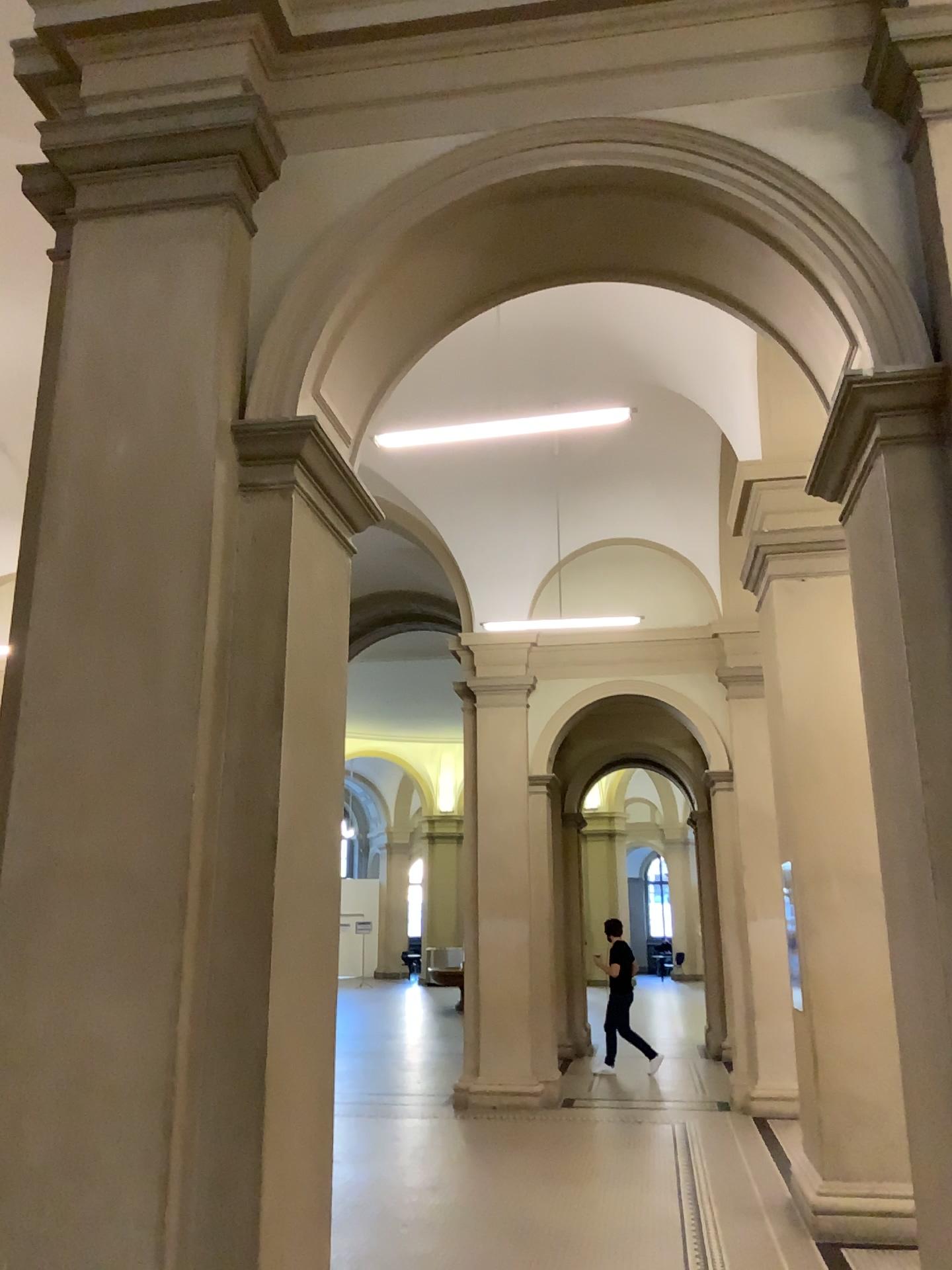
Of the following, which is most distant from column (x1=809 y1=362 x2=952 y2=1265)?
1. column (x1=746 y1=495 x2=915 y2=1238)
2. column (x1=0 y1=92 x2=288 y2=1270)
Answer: column (x1=0 y1=92 x2=288 y2=1270)

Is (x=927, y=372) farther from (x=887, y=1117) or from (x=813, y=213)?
(x=887, y=1117)

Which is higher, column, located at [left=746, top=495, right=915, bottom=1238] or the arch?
the arch

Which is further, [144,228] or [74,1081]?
[144,228]

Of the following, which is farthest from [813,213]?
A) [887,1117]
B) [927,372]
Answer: [887,1117]

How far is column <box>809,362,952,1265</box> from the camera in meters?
2.9

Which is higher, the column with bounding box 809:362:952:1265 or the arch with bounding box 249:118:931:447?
the arch with bounding box 249:118:931:447

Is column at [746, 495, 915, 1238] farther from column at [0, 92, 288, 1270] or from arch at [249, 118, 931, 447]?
column at [0, 92, 288, 1270]

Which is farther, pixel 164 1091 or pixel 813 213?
pixel 813 213

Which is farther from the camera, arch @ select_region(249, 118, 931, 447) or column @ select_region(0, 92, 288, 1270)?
arch @ select_region(249, 118, 931, 447)
